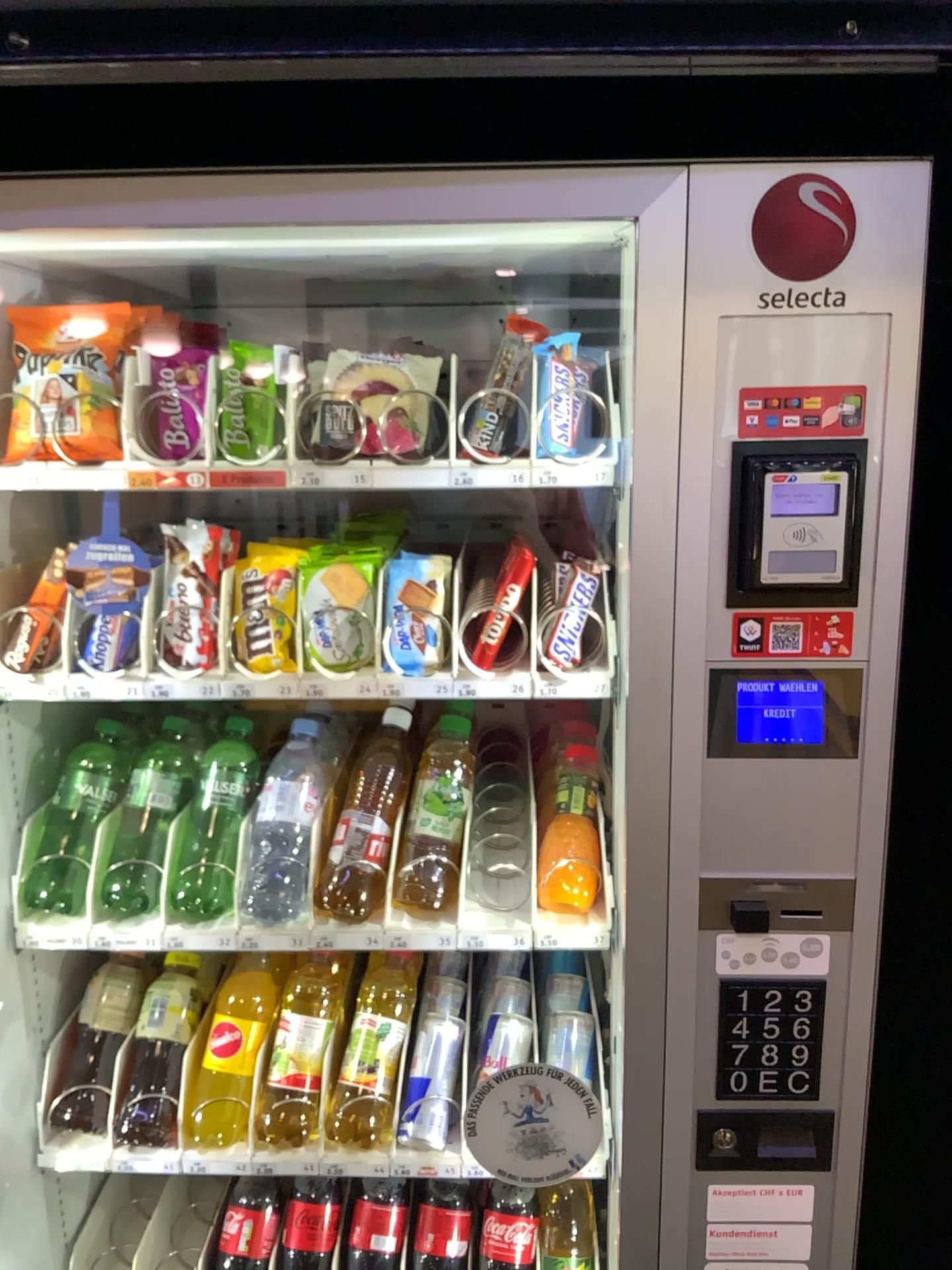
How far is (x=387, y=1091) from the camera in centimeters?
123cm

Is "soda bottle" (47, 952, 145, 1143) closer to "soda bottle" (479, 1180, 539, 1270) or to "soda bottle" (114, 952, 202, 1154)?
"soda bottle" (114, 952, 202, 1154)

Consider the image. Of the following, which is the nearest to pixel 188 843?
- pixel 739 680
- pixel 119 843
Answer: pixel 119 843

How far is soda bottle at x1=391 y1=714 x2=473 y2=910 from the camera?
1.2 meters

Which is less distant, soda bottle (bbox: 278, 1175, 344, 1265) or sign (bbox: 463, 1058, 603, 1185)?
sign (bbox: 463, 1058, 603, 1185)

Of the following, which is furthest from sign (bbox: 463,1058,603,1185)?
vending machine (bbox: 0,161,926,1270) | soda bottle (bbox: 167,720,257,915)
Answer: soda bottle (bbox: 167,720,257,915)

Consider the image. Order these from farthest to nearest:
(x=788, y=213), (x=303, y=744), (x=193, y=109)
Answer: (x=193, y=109) < (x=303, y=744) < (x=788, y=213)

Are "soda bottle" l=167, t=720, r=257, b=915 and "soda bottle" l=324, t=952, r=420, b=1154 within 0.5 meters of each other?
yes

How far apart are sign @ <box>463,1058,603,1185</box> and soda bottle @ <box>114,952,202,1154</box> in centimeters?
39cm

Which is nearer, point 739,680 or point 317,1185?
point 739,680
